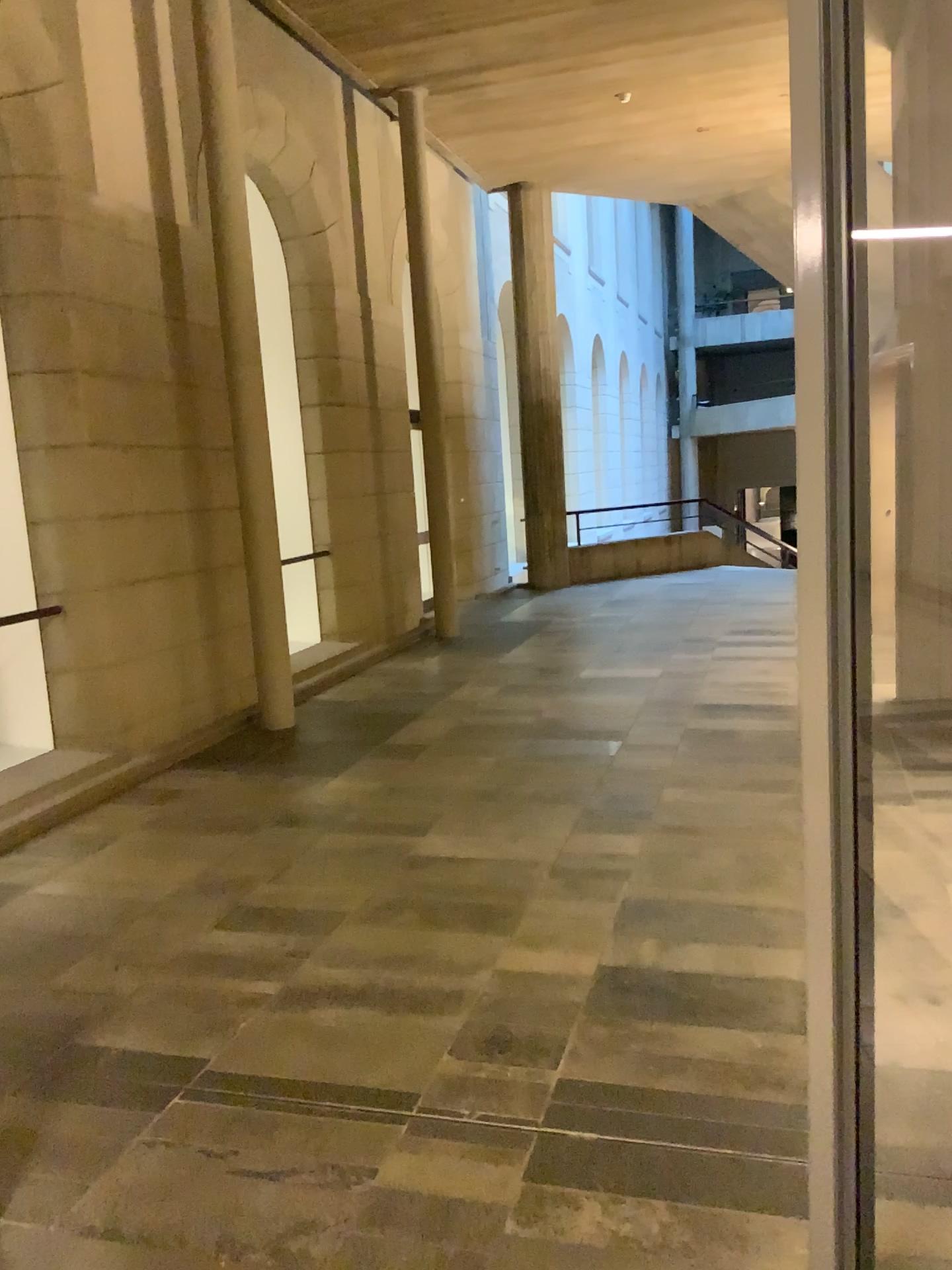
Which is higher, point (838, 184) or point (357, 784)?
point (838, 184)
